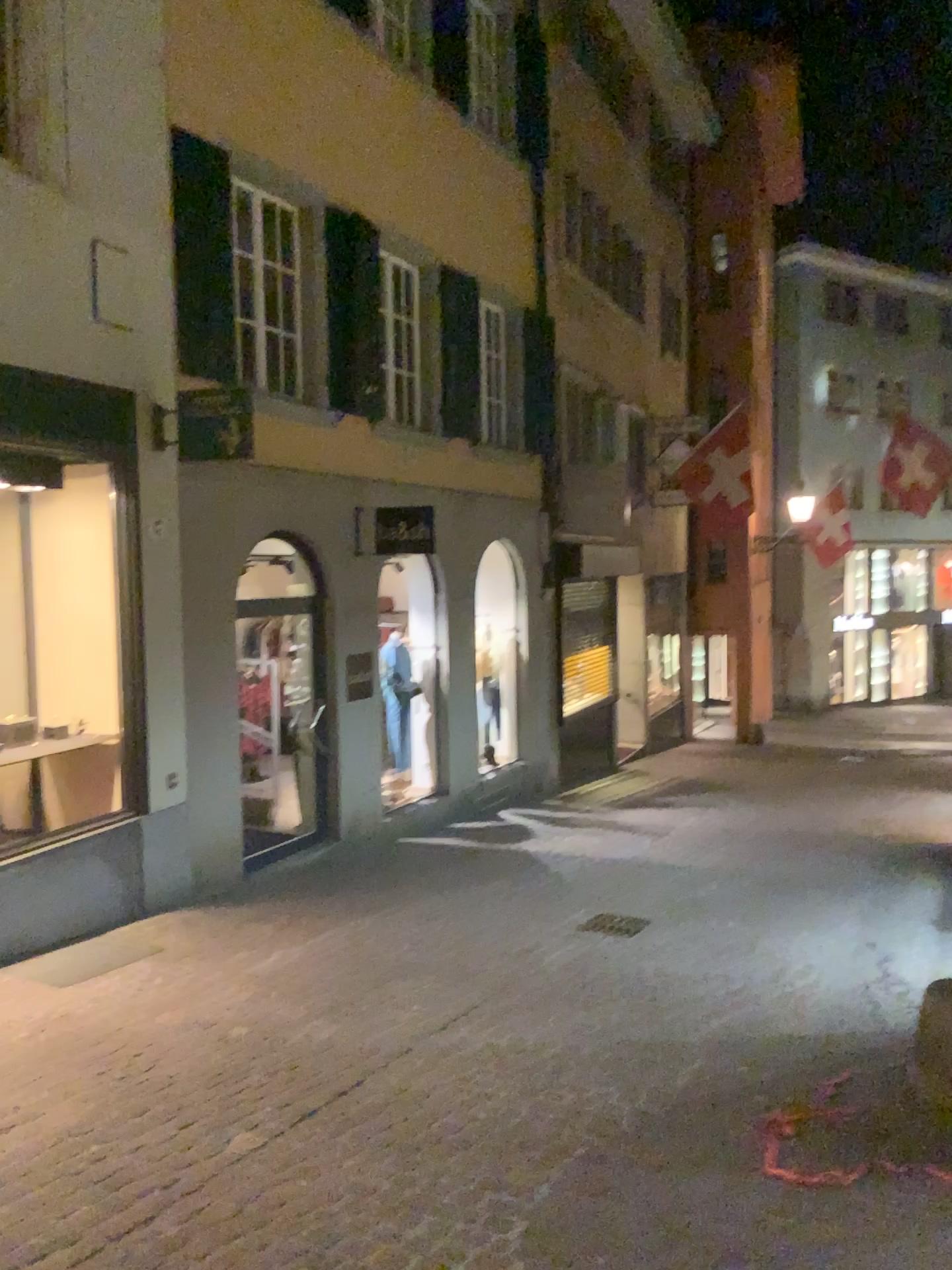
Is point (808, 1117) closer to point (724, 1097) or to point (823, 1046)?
point (724, 1097)
